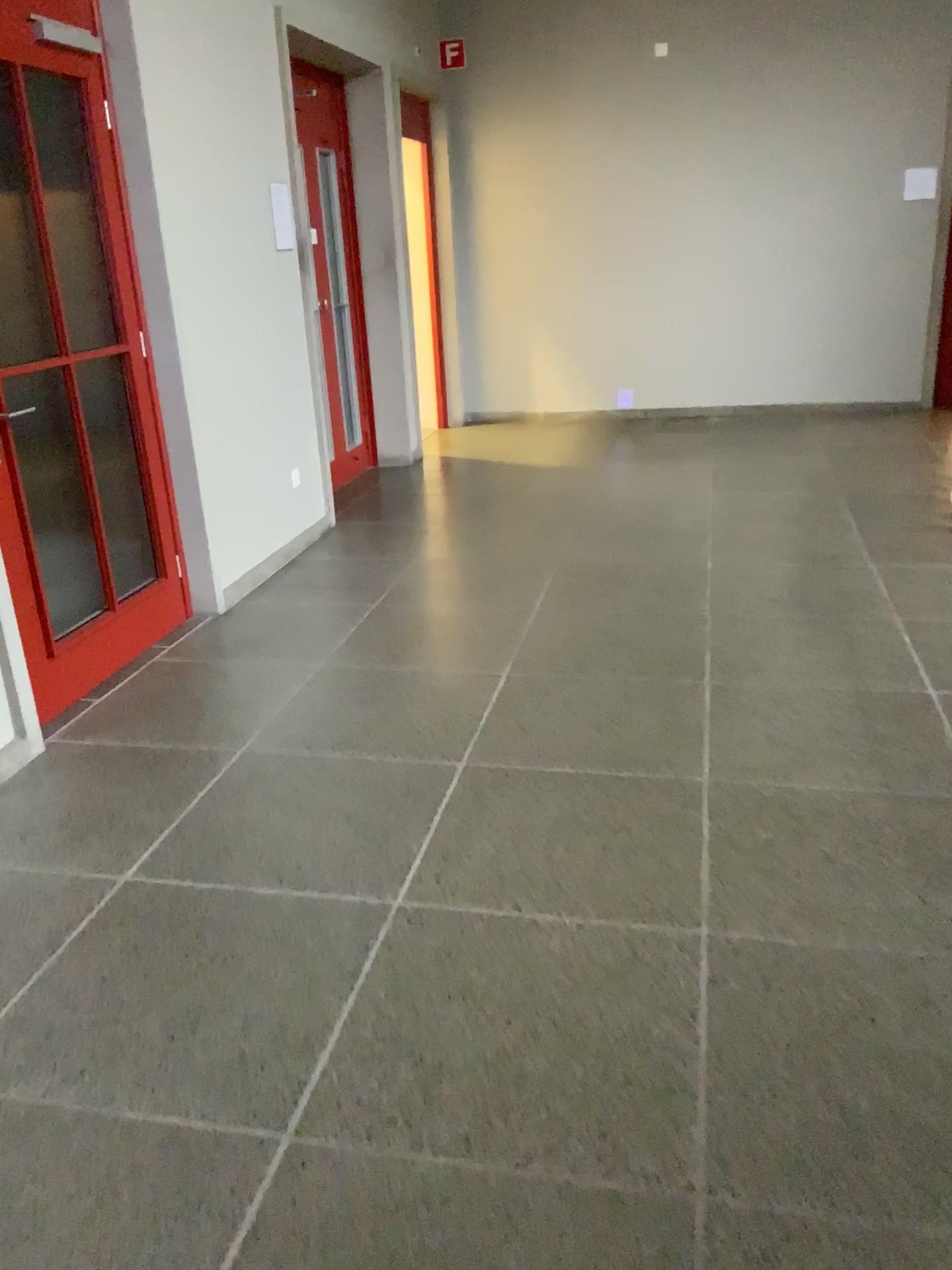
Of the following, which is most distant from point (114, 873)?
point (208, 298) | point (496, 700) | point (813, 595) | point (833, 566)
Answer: point (833, 566)

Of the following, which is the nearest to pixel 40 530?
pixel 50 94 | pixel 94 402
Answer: pixel 94 402

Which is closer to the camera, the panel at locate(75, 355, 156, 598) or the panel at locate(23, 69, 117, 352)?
the panel at locate(23, 69, 117, 352)

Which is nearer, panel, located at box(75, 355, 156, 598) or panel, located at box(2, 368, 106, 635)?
panel, located at box(2, 368, 106, 635)

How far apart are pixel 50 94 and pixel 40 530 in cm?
141

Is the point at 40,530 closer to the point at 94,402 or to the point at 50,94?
the point at 94,402

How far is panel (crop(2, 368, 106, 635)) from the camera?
3.3 meters

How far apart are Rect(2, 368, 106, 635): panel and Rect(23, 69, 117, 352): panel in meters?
0.3

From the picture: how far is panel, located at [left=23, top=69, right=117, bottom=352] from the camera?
3.39m

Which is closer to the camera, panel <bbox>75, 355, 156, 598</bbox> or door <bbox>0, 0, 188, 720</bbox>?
door <bbox>0, 0, 188, 720</bbox>
